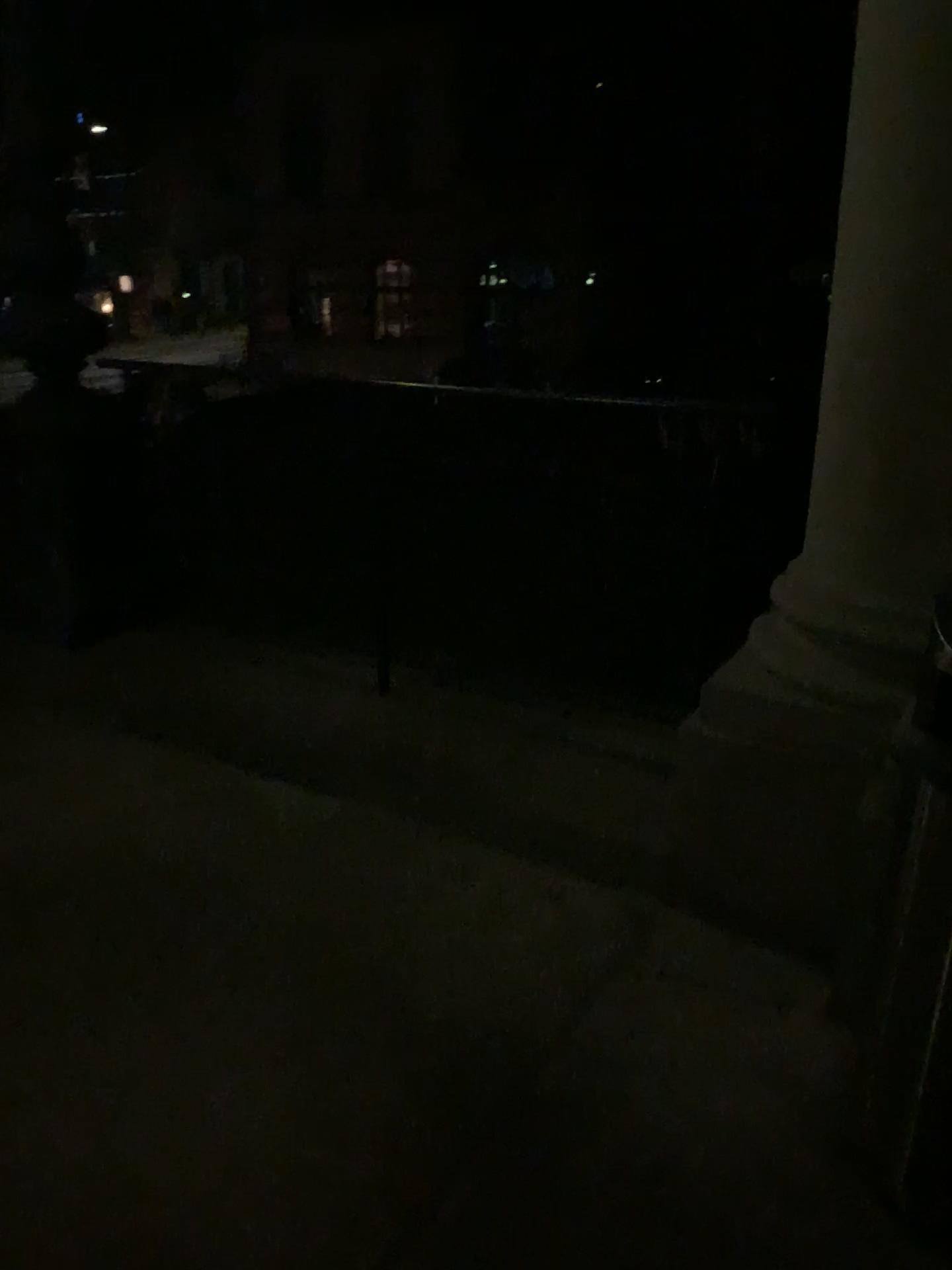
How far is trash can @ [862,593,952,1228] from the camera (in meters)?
1.69

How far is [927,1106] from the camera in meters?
1.7 m

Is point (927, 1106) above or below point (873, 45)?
below

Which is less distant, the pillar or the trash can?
the trash can

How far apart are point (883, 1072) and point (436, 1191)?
0.8 meters

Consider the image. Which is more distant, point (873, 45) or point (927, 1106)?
point (873, 45)
